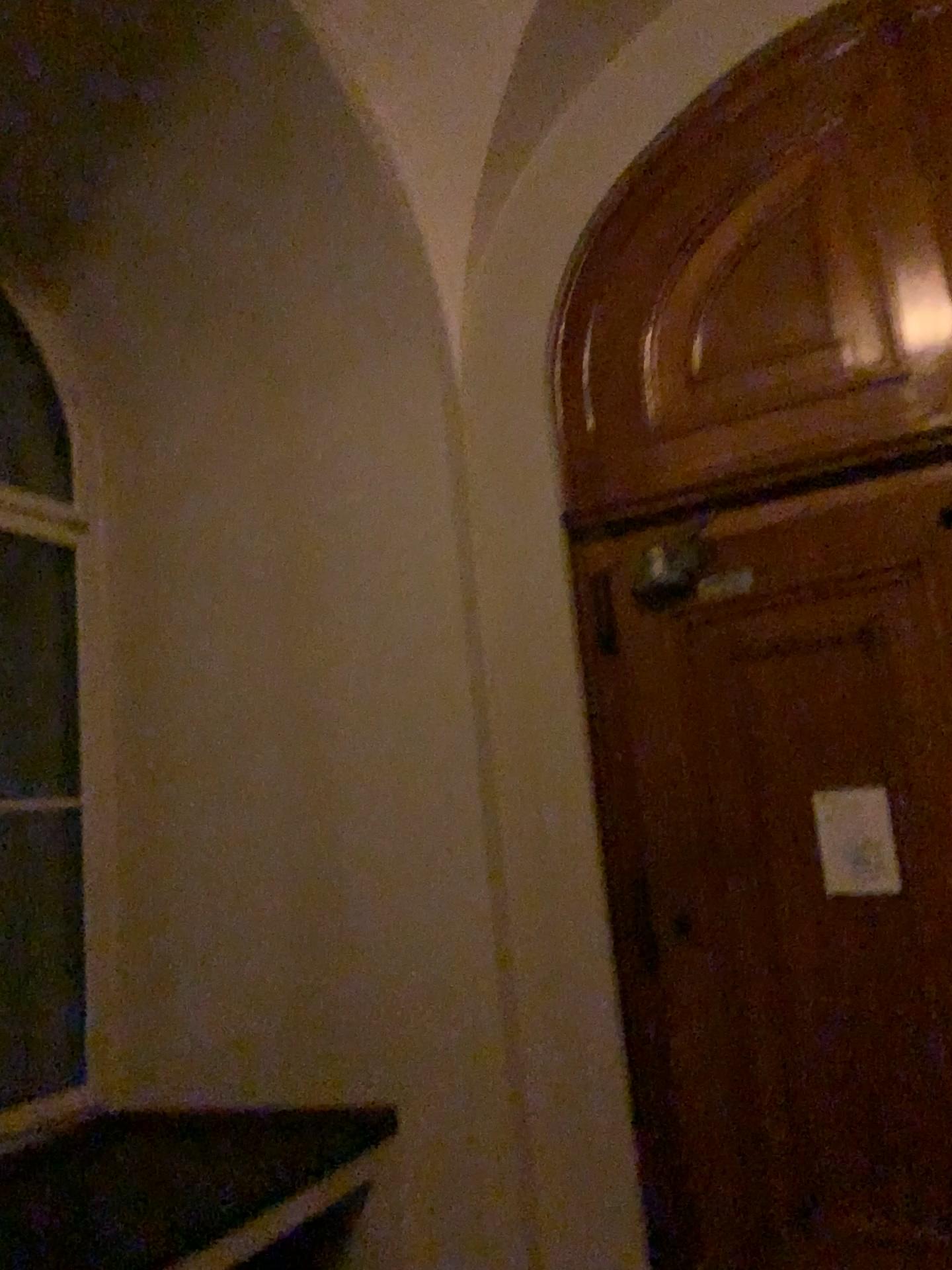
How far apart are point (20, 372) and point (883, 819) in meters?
3.6

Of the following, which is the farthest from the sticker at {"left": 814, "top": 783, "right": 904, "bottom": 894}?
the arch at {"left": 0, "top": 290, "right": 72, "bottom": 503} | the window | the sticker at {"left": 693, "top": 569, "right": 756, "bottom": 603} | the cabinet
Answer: the arch at {"left": 0, "top": 290, "right": 72, "bottom": 503}

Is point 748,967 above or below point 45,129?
below

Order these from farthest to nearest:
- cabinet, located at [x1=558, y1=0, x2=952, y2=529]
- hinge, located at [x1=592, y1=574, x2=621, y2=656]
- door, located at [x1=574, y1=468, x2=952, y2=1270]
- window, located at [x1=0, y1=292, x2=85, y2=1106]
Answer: window, located at [x1=0, y1=292, x2=85, y2=1106] → hinge, located at [x1=592, y1=574, x2=621, y2=656] → cabinet, located at [x1=558, y1=0, x2=952, y2=529] → door, located at [x1=574, y1=468, x2=952, y2=1270]

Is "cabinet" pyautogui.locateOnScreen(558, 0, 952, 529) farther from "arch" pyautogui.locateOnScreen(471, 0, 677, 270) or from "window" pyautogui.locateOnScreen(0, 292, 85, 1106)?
"window" pyautogui.locateOnScreen(0, 292, 85, 1106)

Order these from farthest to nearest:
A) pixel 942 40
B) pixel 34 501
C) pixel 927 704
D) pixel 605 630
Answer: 1. pixel 34 501
2. pixel 605 630
3. pixel 942 40
4. pixel 927 704

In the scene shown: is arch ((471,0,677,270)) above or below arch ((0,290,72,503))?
above

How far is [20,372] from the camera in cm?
418

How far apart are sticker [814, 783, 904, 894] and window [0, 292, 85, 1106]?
2.7m

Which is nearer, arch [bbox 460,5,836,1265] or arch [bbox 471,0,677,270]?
arch [bbox 460,5,836,1265]
